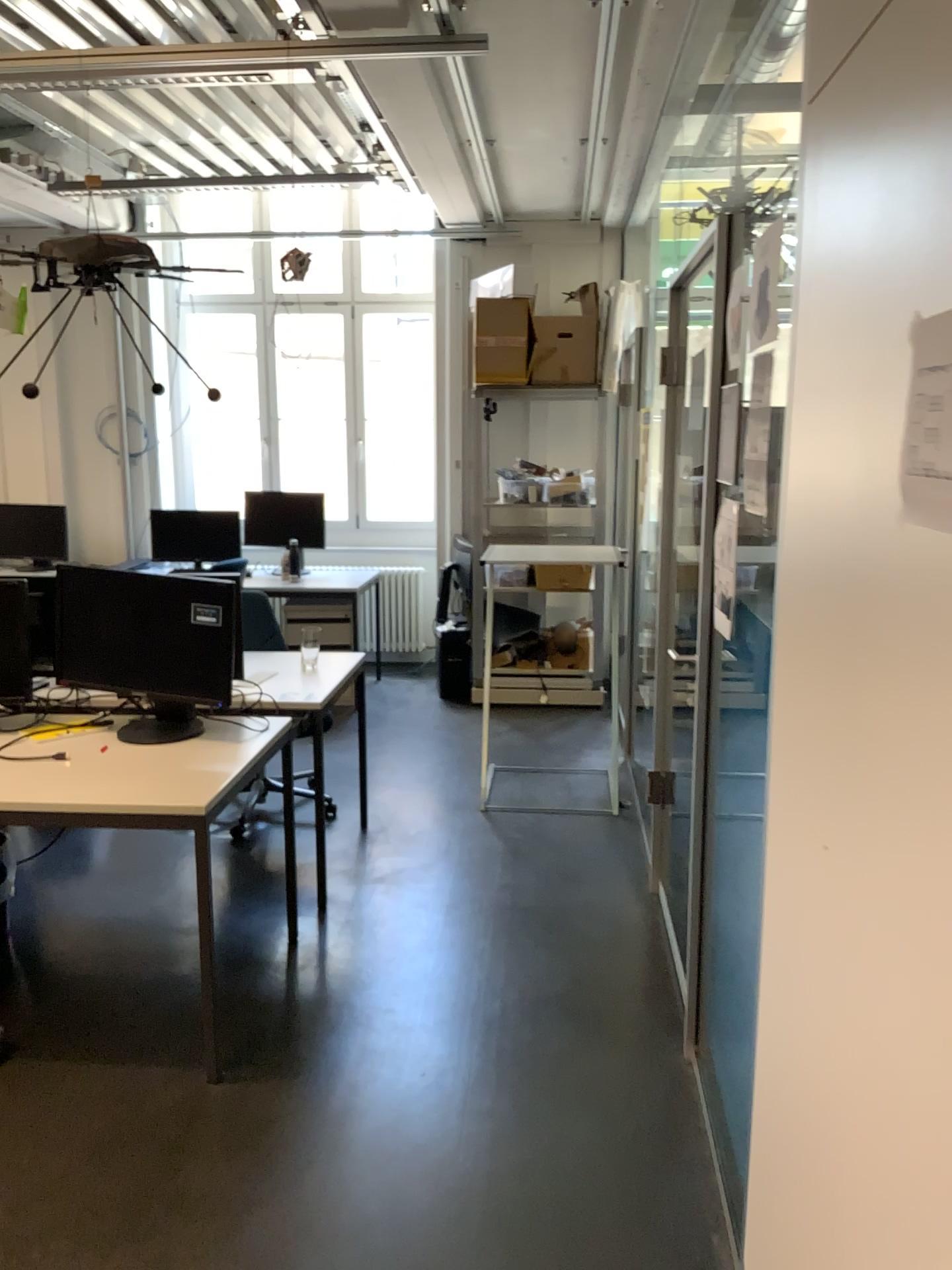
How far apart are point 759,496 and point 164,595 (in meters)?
1.68

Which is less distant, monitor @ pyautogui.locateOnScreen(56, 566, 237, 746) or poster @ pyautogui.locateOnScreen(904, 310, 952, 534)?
poster @ pyautogui.locateOnScreen(904, 310, 952, 534)

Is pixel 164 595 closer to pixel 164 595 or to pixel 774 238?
pixel 164 595

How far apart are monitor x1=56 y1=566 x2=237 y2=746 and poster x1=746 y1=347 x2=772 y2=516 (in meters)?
1.54

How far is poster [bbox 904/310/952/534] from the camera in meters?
1.0 m

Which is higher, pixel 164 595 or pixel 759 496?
pixel 759 496

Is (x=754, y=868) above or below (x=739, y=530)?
below

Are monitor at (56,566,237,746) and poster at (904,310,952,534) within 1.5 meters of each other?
no

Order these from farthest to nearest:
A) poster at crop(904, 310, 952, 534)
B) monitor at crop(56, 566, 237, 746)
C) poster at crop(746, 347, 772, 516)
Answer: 1. monitor at crop(56, 566, 237, 746)
2. poster at crop(746, 347, 772, 516)
3. poster at crop(904, 310, 952, 534)

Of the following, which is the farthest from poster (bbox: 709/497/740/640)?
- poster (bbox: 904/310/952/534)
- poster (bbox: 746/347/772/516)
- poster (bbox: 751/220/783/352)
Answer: poster (bbox: 904/310/952/534)
